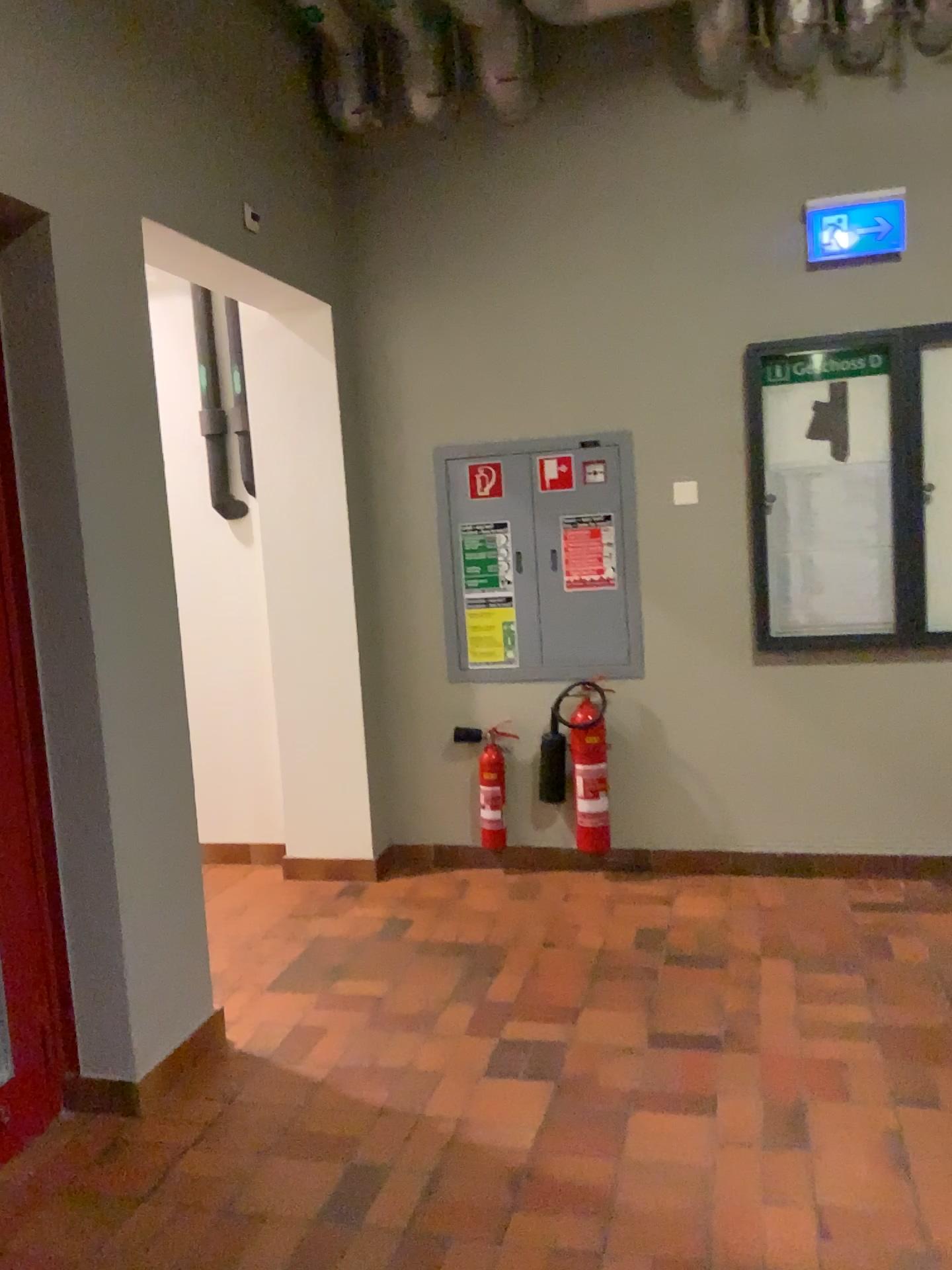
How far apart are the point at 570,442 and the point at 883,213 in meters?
1.3 m

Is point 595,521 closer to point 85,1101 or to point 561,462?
point 561,462

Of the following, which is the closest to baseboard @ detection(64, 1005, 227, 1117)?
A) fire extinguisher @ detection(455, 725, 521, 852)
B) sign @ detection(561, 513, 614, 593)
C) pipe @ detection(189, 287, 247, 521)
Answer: fire extinguisher @ detection(455, 725, 521, 852)

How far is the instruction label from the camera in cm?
410

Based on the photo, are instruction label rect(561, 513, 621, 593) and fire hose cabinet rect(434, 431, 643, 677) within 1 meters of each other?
yes

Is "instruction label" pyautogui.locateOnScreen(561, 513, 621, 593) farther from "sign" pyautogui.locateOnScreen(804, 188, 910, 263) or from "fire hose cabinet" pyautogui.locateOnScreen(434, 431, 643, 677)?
"sign" pyautogui.locateOnScreen(804, 188, 910, 263)

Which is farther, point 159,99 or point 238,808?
point 238,808

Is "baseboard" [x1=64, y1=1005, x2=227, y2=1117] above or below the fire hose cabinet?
below

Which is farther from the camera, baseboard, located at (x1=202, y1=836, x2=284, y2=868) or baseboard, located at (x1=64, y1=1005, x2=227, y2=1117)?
baseboard, located at (x1=202, y1=836, x2=284, y2=868)

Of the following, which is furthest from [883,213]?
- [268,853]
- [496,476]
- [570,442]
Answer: [268,853]
